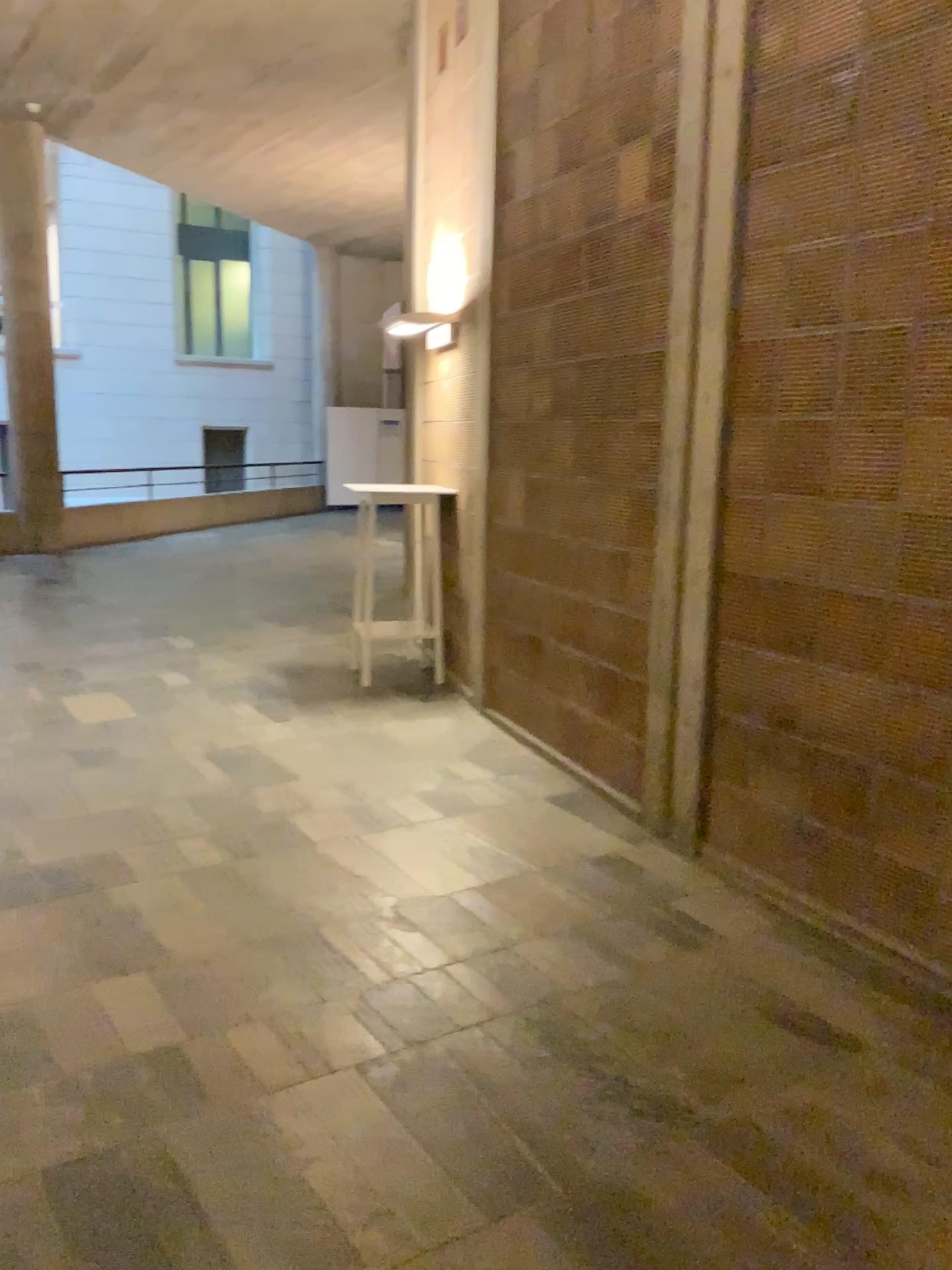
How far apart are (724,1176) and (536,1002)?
0.8m
